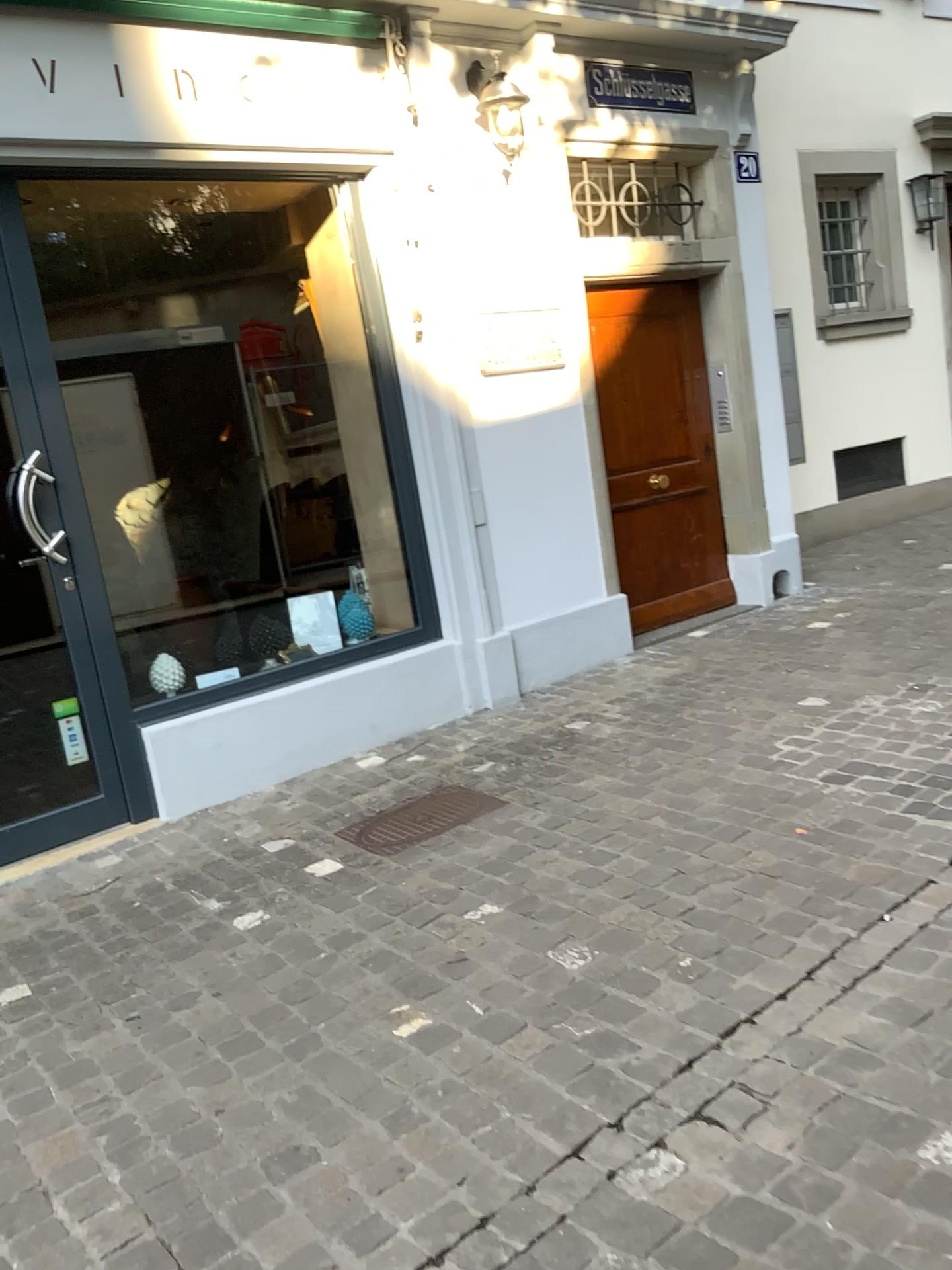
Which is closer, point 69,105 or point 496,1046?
point 496,1046

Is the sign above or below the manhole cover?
above

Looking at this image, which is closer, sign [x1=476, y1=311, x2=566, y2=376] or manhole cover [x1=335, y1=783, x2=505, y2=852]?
manhole cover [x1=335, y1=783, x2=505, y2=852]

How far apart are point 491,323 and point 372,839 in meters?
2.4 m

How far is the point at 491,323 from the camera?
4.70m

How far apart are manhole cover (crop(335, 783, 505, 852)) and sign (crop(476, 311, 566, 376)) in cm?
195

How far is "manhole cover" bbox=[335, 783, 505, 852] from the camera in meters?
3.4 m

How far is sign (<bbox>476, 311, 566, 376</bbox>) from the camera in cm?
470

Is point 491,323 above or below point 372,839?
above
